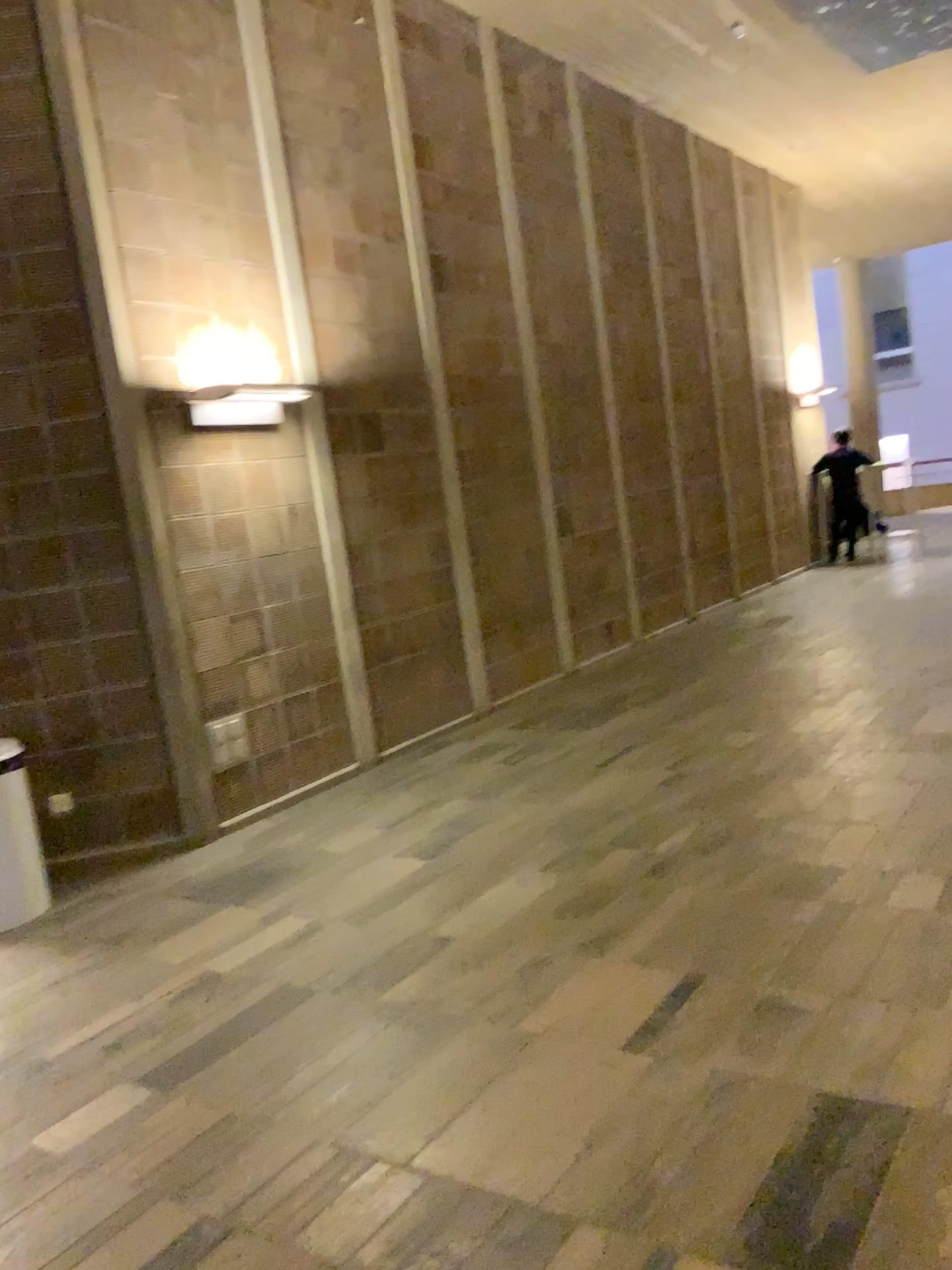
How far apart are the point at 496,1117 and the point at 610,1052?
0.37m

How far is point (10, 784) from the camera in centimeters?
422cm

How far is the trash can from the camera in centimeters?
421cm
